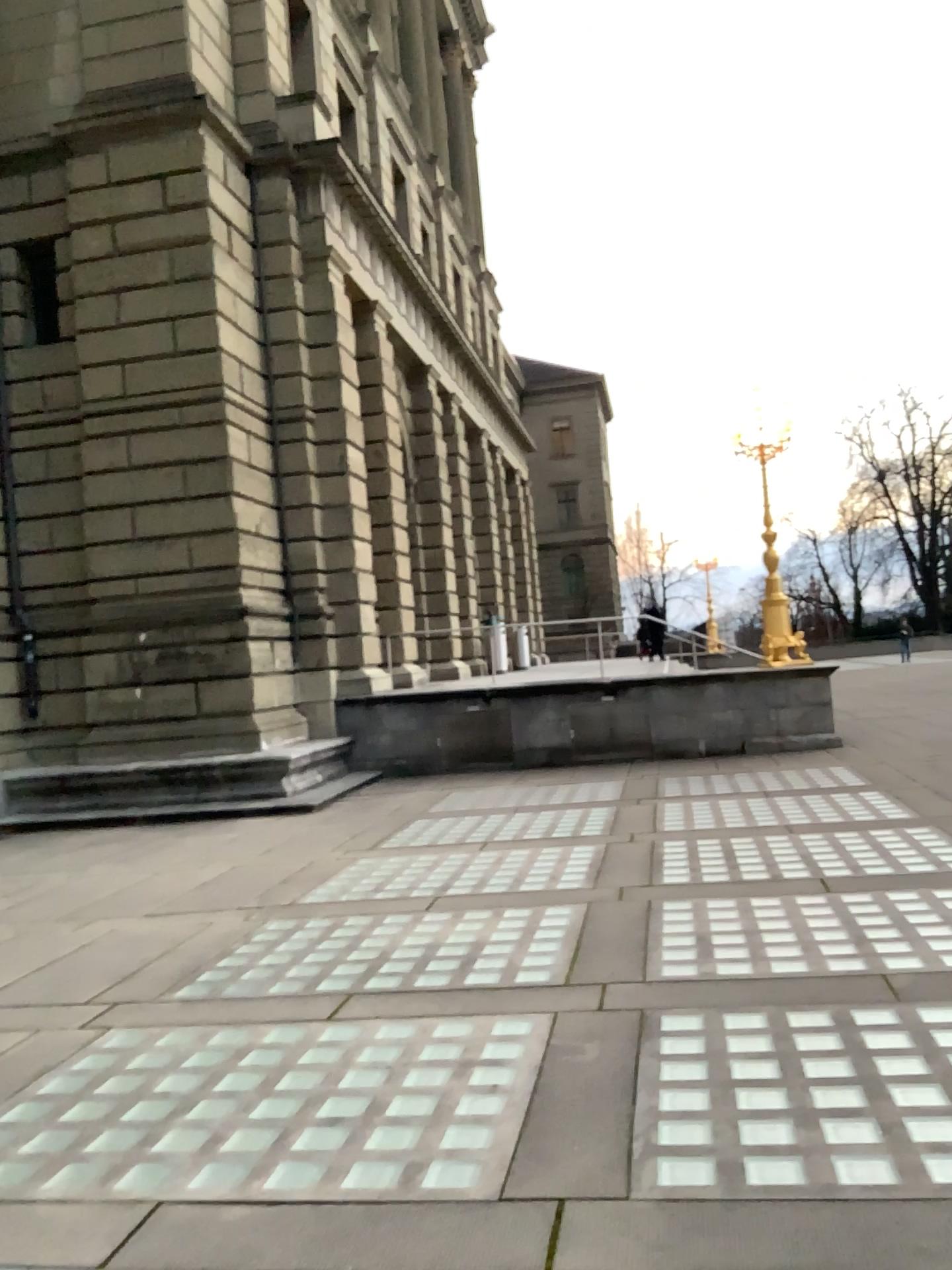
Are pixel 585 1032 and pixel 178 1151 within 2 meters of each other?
yes
